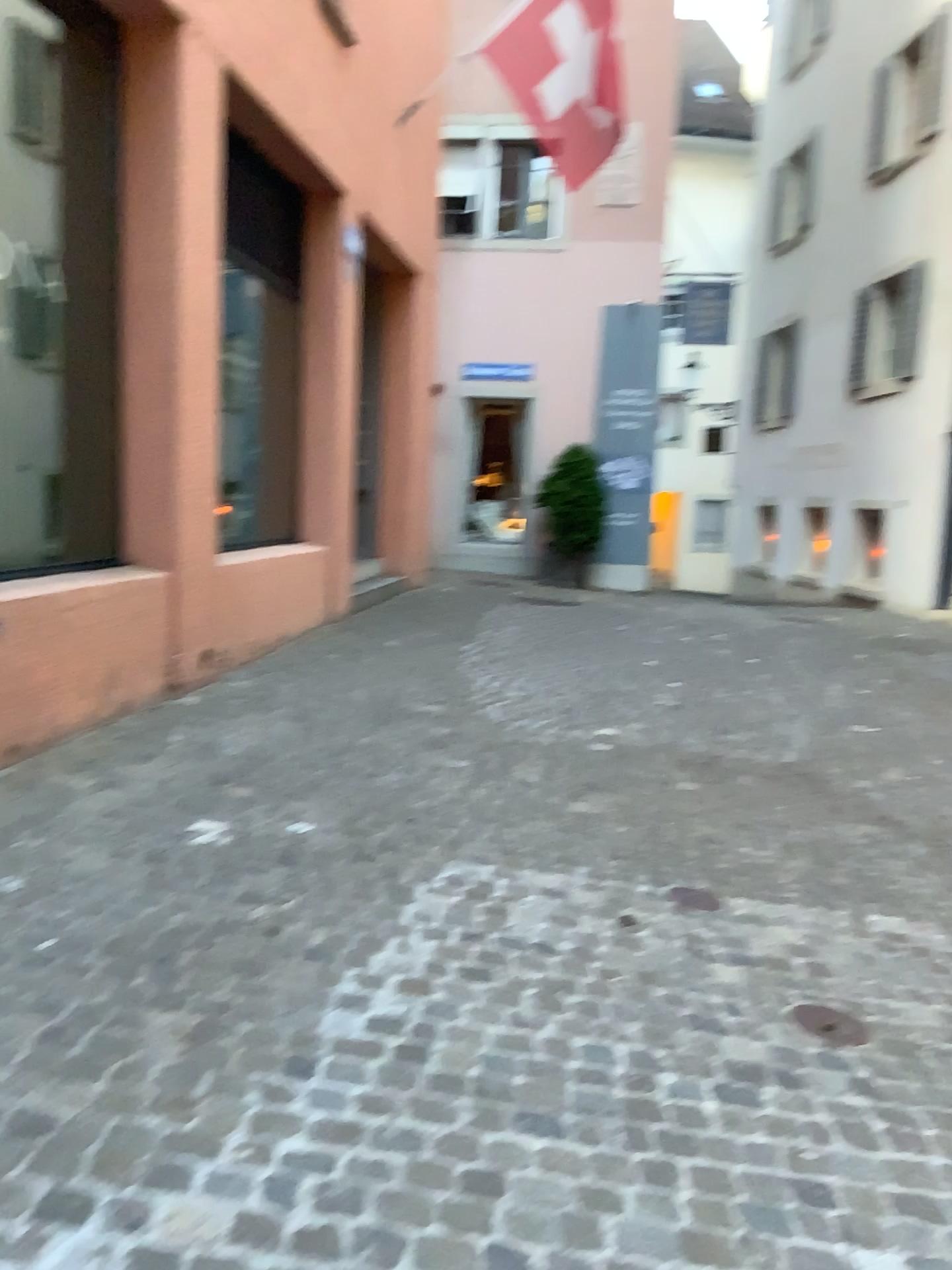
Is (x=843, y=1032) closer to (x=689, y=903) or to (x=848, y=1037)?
(x=848, y=1037)

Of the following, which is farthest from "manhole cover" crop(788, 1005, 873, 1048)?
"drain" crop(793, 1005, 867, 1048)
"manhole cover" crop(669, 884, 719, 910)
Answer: "manhole cover" crop(669, 884, 719, 910)

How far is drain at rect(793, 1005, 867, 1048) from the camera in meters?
2.7

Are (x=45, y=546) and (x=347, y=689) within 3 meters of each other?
yes

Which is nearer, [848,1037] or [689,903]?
[848,1037]

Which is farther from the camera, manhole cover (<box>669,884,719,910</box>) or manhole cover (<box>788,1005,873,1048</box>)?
manhole cover (<box>669,884,719,910</box>)

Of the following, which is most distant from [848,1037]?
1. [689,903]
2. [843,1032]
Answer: [689,903]

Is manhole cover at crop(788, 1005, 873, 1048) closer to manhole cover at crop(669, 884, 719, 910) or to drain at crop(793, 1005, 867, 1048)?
drain at crop(793, 1005, 867, 1048)
